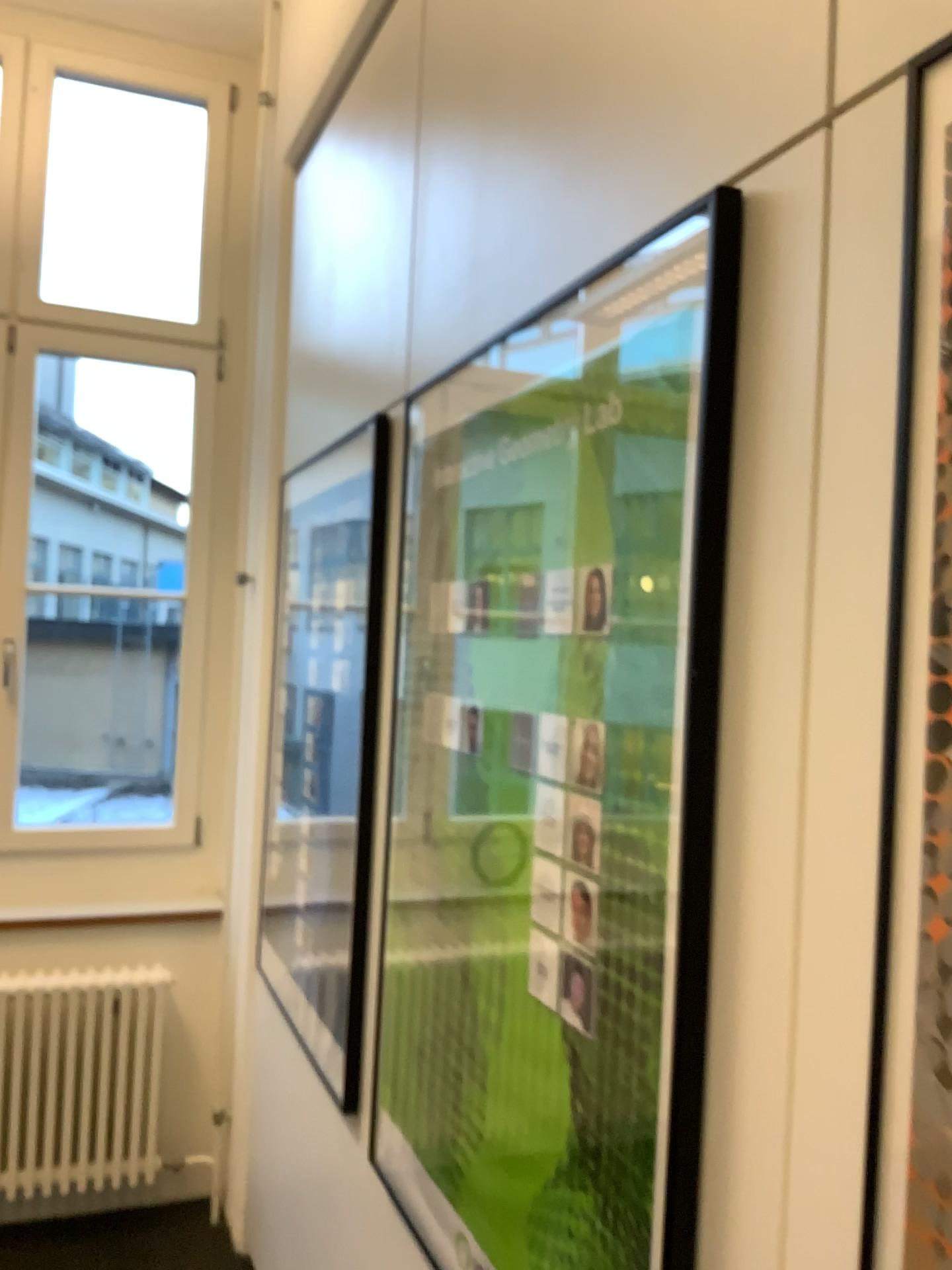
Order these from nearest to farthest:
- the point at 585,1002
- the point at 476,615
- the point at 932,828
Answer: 1. the point at 932,828
2. the point at 585,1002
3. the point at 476,615

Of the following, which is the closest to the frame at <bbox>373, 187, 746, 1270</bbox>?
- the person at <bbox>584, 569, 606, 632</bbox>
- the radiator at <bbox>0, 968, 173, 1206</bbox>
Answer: the person at <bbox>584, 569, 606, 632</bbox>

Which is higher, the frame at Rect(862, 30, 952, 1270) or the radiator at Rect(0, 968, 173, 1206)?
the frame at Rect(862, 30, 952, 1270)

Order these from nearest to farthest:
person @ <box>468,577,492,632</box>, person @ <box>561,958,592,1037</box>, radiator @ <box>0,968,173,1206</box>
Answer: person @ <box>561,958,592,1037</box> < person @ <box>468,577,492,632</box> < radiator @ <box>0,968,173,1206</box>

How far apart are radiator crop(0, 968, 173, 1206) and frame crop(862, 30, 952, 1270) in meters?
2.7

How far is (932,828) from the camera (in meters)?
0.71

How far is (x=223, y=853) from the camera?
3.3 meters

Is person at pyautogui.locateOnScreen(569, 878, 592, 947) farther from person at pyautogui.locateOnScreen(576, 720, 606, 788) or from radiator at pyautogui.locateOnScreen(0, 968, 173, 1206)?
radiator at pyautogui.locateOnScreen(0, 968, 173, 1206)

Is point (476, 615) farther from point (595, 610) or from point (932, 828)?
point (932, 828)

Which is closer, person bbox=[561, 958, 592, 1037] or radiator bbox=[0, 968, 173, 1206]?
person bbox=[561, 958, 592, 1037]
